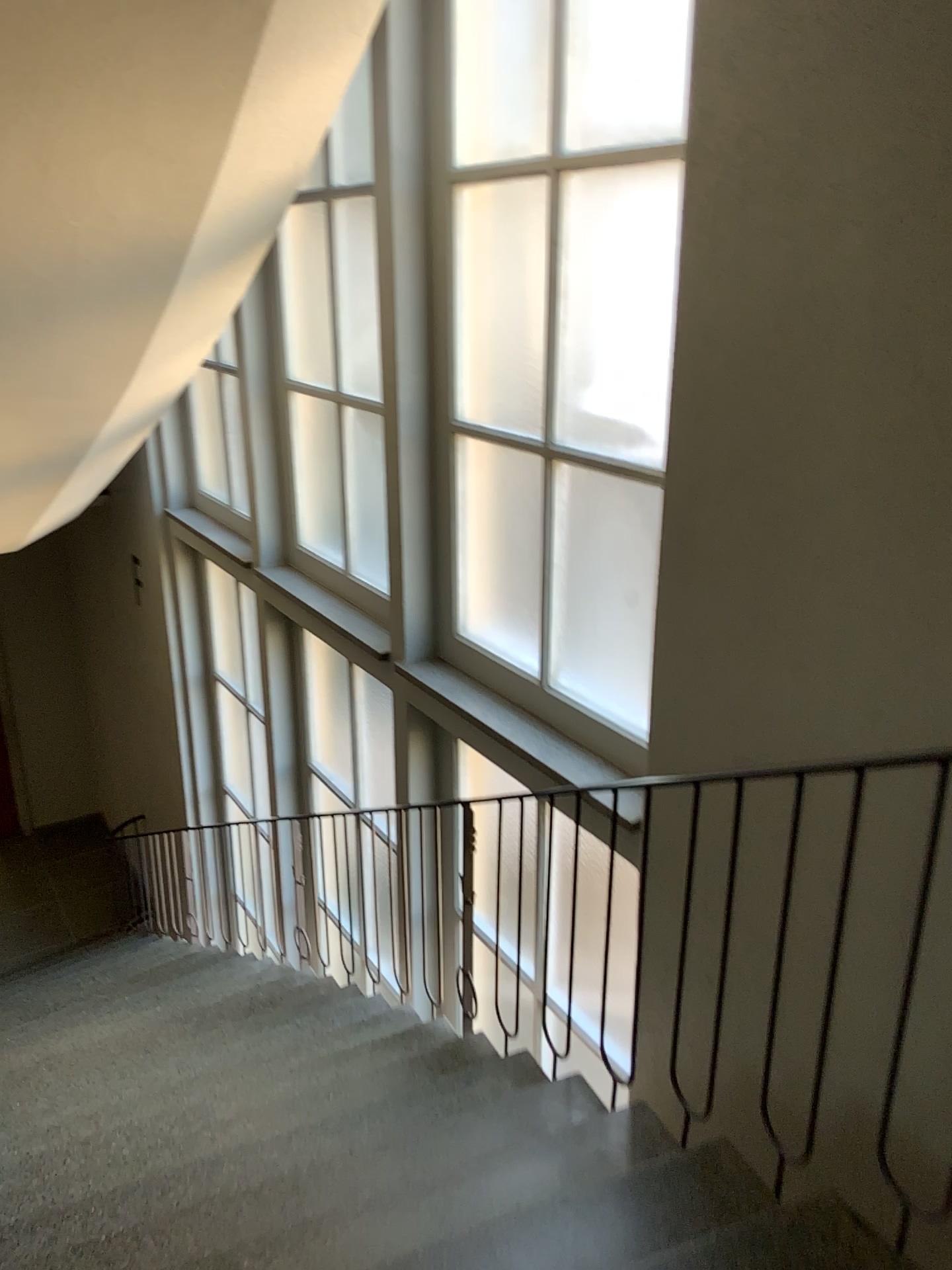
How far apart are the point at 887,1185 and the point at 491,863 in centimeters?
153cm

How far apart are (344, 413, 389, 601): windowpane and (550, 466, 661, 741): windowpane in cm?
136

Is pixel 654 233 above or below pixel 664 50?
below

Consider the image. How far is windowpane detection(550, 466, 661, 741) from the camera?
3.3 meters

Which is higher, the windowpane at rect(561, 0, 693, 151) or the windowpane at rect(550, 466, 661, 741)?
the windowpane at rect(561, 0, 693, 151)

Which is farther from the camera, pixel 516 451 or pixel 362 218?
pixel 362 218

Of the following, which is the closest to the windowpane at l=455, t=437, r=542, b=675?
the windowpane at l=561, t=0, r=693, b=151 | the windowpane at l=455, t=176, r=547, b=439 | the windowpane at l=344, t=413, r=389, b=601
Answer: the windowpane at l=455, t=176, r=547, b=439

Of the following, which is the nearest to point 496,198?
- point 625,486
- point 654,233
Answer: point 654,233

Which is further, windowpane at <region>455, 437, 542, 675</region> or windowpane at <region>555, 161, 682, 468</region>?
windowpane at <region>455, 437, 542, 675</region>

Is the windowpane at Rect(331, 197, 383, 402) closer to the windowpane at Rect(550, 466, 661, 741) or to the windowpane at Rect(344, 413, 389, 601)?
the windowpane at Rect(344, 413, 389, 601)
